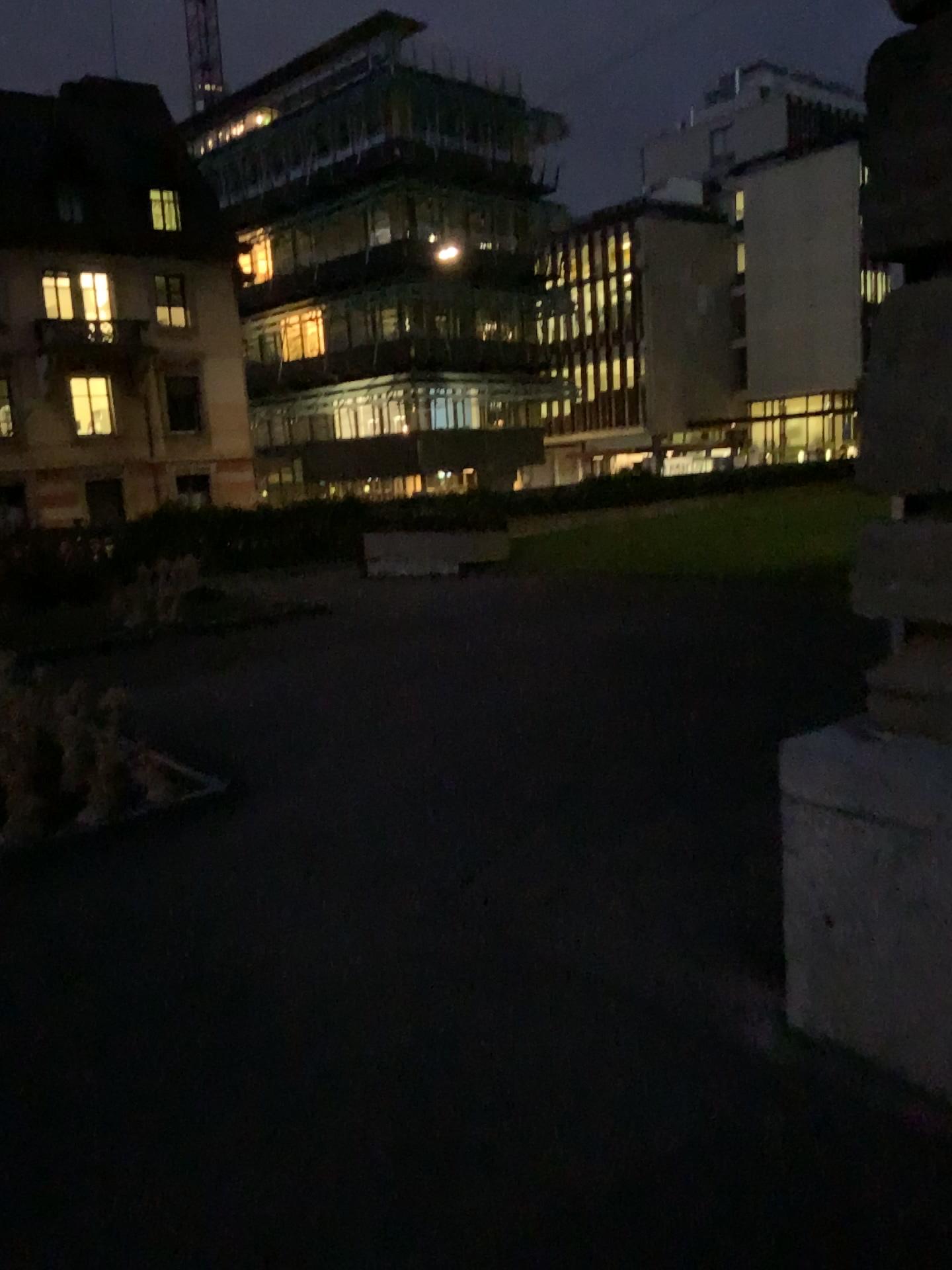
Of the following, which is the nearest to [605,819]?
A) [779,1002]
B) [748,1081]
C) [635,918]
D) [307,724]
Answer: [635,918]
